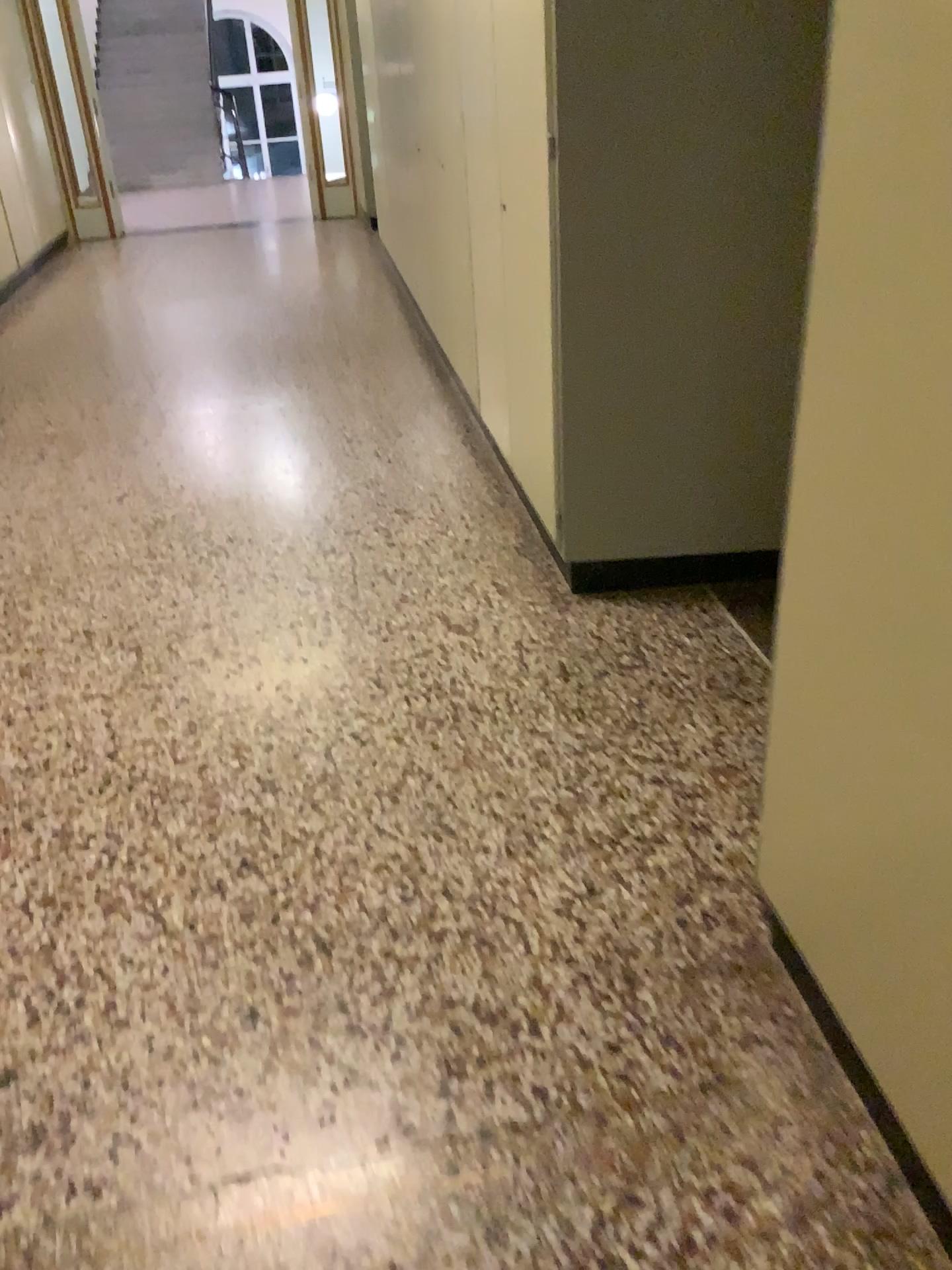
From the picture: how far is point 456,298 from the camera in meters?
4.4

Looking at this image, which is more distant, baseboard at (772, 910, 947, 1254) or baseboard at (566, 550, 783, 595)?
baseboard at (566, 550, 783, 595)

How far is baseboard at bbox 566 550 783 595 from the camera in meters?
2.9

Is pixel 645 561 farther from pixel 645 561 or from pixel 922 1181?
pixel 922 1181

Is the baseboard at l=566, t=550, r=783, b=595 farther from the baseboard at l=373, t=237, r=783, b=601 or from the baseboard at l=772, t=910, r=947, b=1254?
the baseboard at l=772, t=910, r=947, b=1254

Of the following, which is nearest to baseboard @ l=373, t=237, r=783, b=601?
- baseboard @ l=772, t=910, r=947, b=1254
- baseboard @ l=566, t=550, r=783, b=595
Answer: baseboard @ l=566, t=550, r=783, b=595

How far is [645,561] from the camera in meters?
2.9

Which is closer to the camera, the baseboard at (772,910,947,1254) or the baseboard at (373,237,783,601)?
the baseboard at (772,910,947,1254)

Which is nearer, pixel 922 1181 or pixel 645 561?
pixel 922 1181
